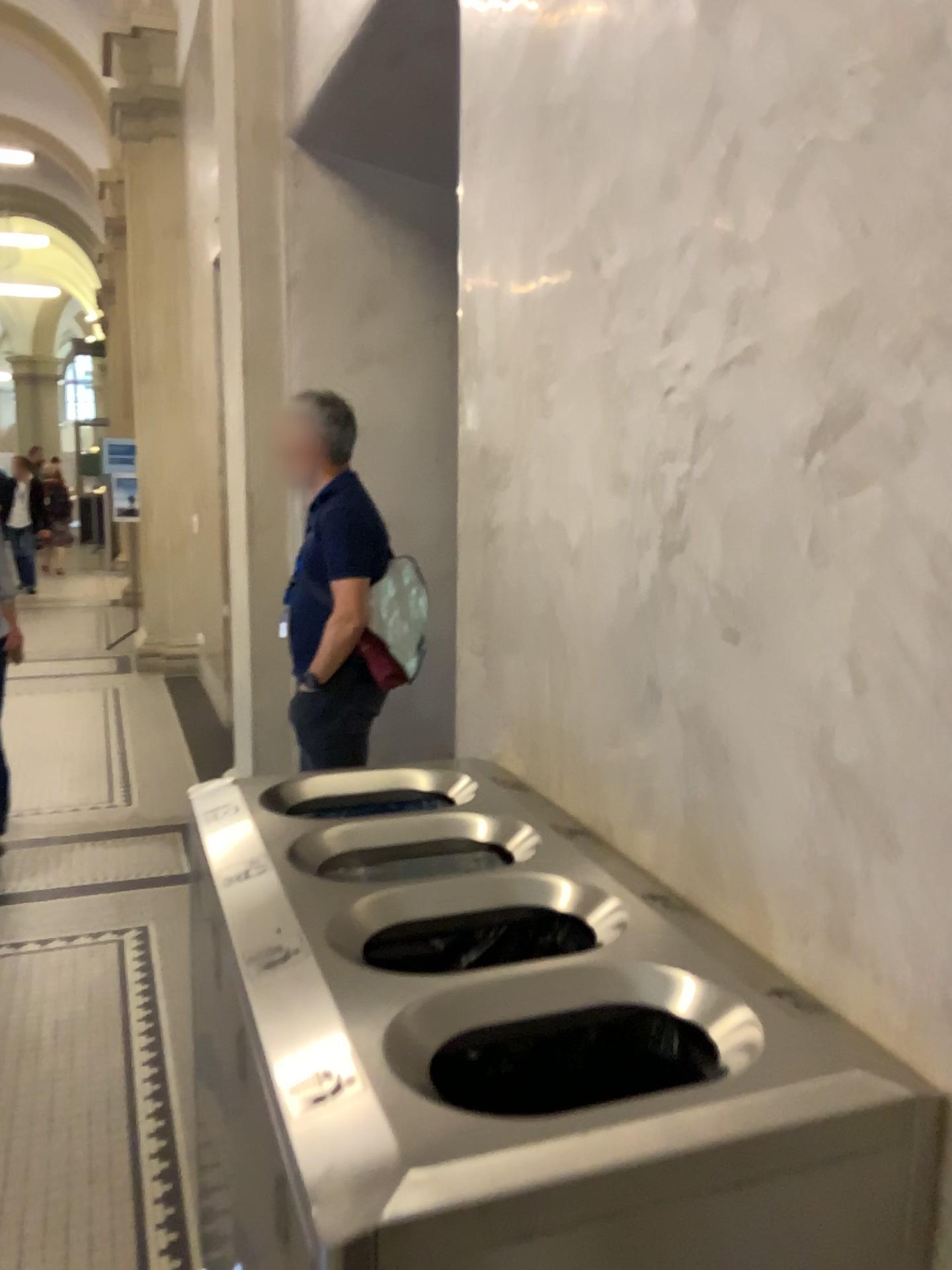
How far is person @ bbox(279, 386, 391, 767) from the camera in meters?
2.9

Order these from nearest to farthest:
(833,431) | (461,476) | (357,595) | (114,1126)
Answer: (833,431) → (461,476) → (114,1126) → (357,595)

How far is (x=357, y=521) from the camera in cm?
293
